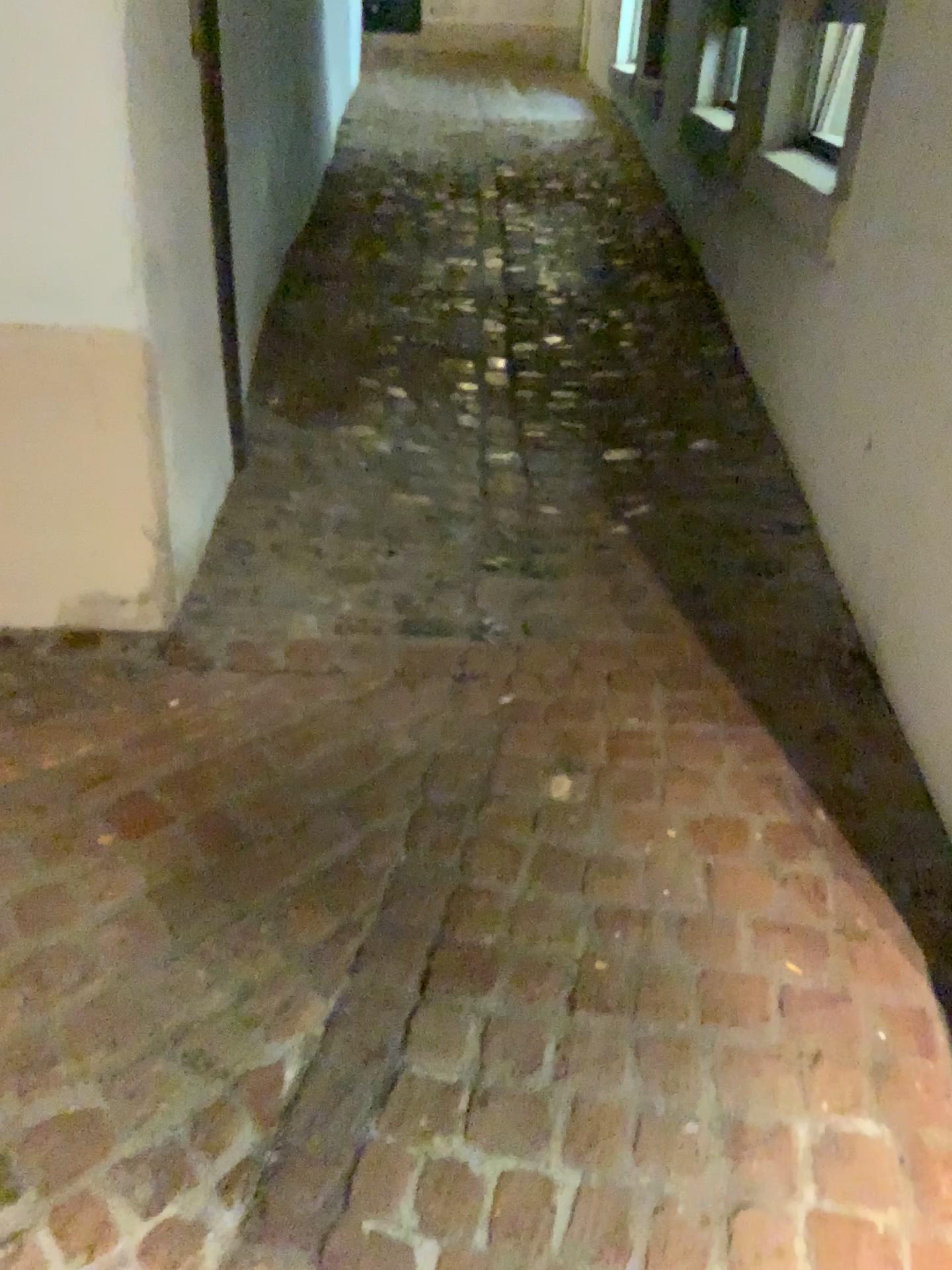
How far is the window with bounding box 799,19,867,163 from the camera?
3.1m

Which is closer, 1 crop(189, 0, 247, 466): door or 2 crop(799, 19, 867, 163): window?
1 crop(189, 0, 247, 466): door

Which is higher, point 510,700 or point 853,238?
point 853,238

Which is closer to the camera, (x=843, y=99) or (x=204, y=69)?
(x=204, y=69)

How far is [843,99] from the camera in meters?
3.1
